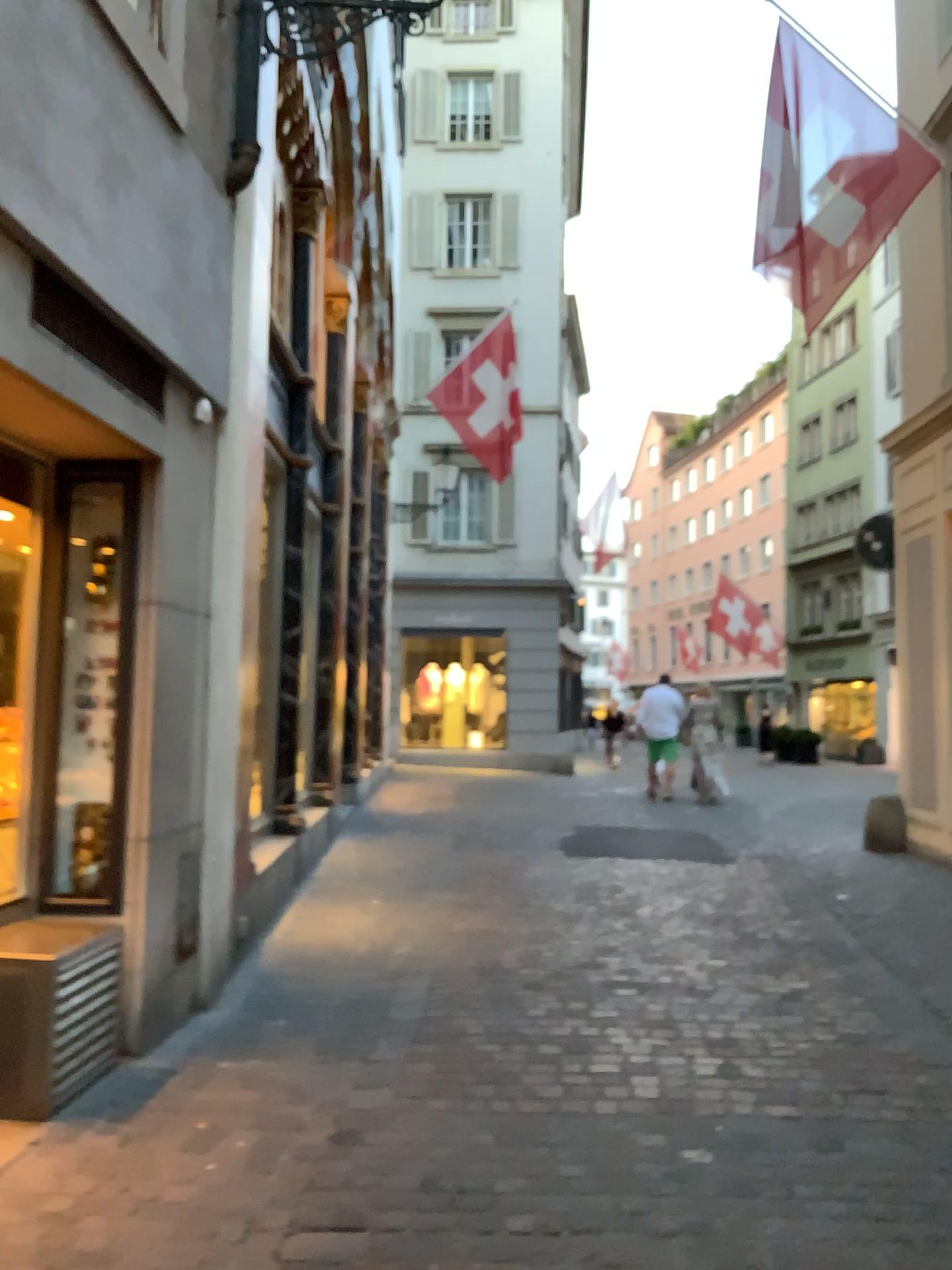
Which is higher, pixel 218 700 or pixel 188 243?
pixel 188 243
